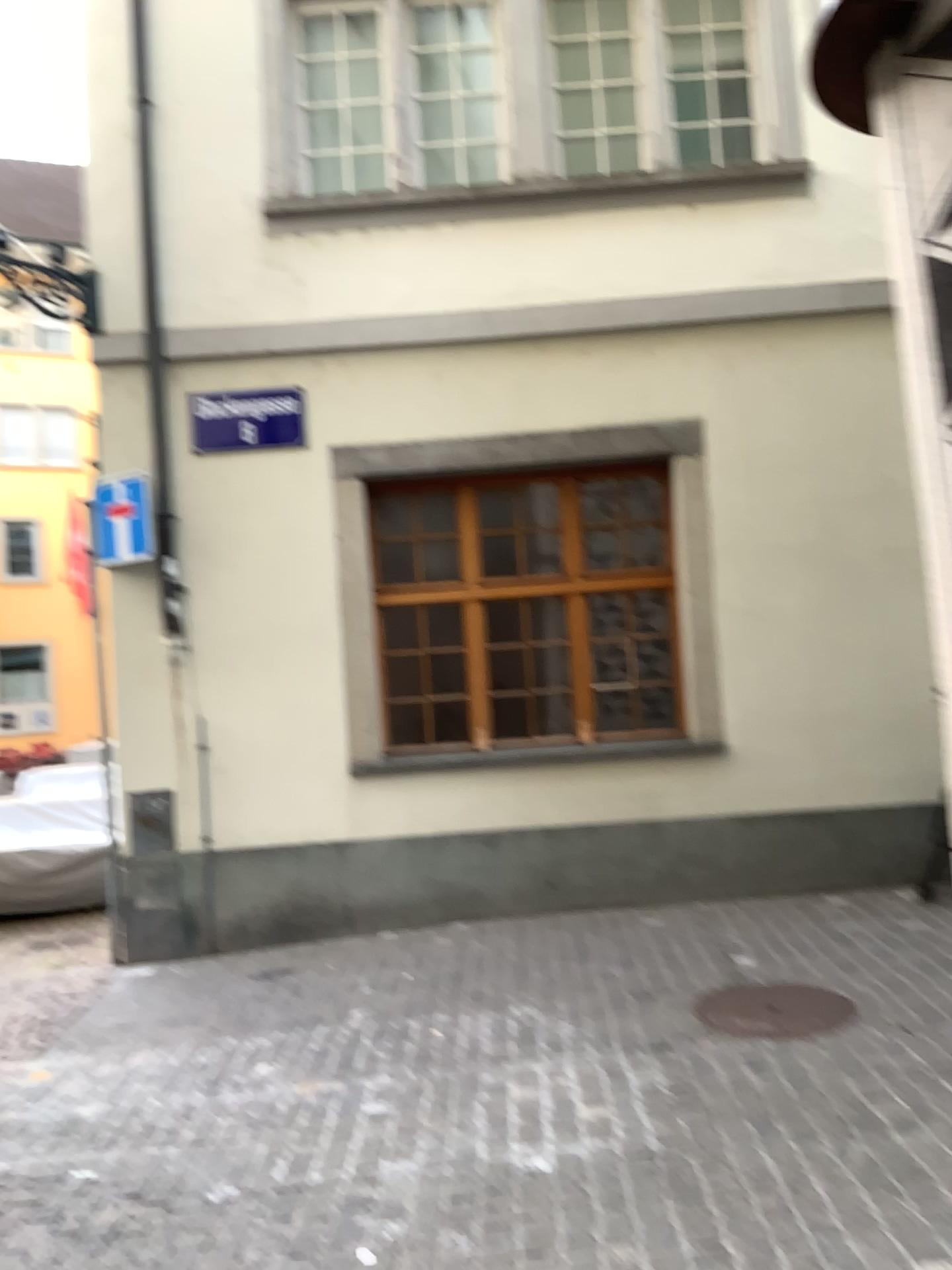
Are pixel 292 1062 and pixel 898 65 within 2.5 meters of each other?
no
